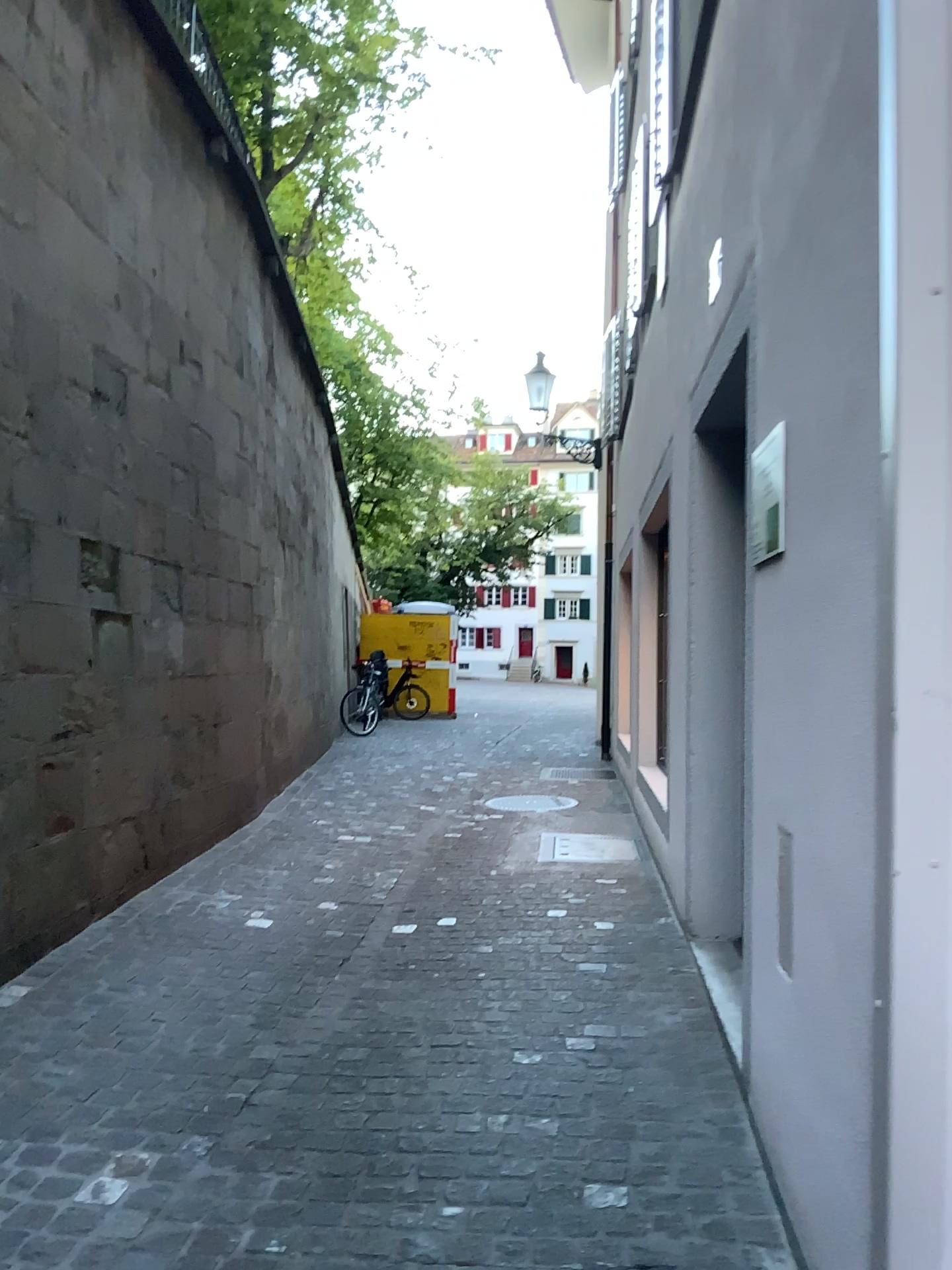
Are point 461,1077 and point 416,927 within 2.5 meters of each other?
yes
